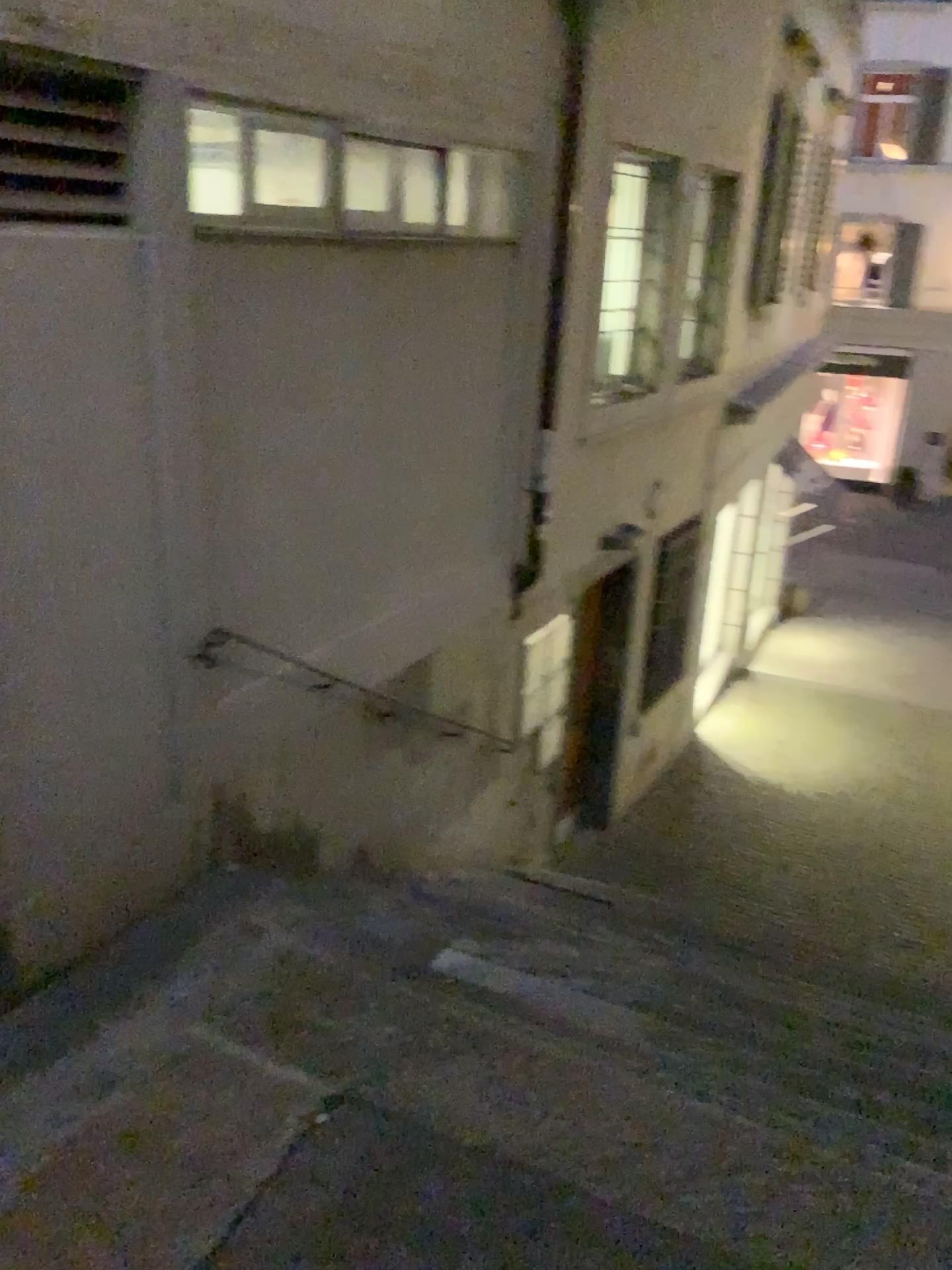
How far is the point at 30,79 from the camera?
2.43m

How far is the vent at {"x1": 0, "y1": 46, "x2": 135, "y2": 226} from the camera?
2.43m

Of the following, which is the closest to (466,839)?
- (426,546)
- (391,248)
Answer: (426,546)
